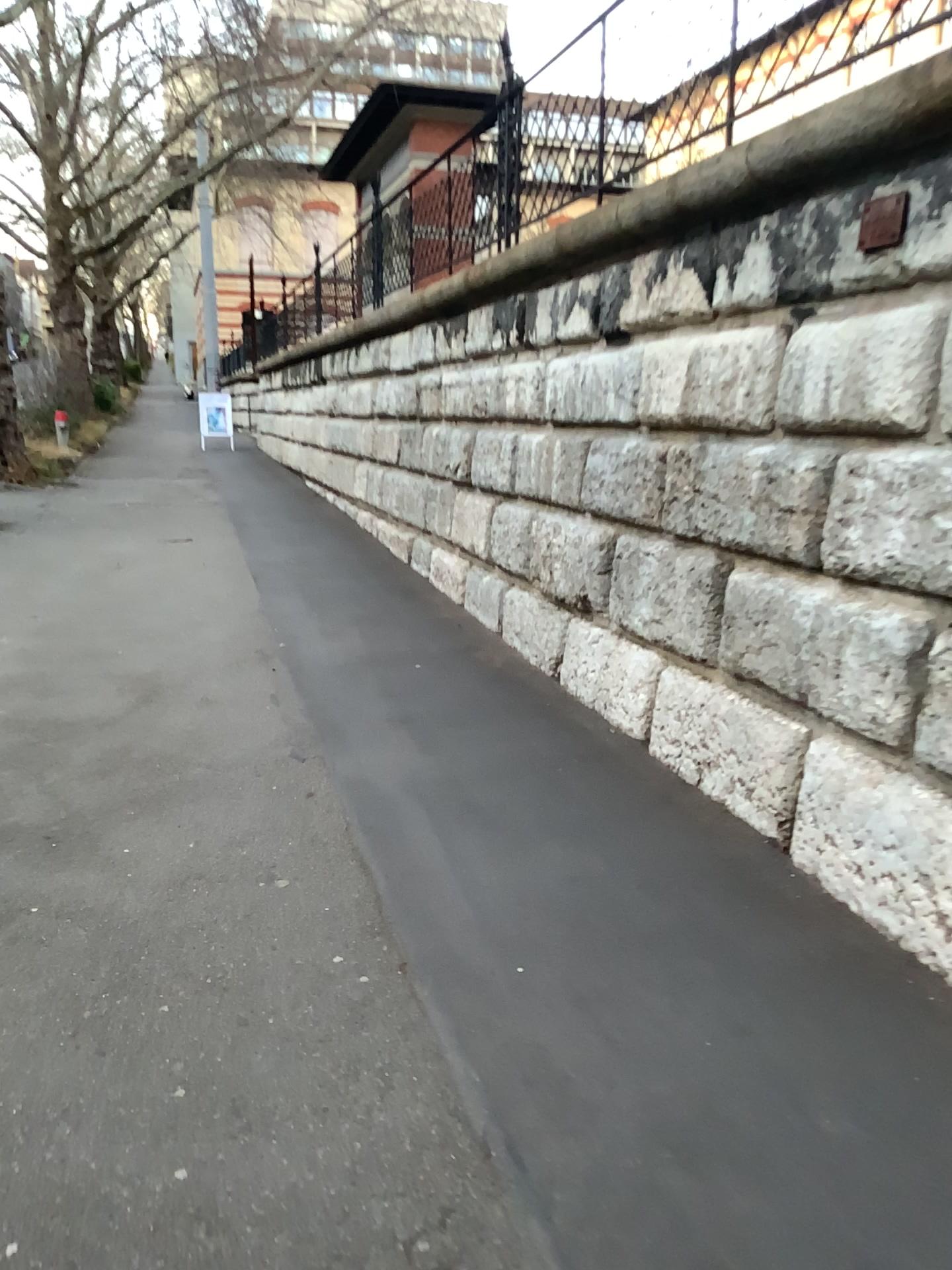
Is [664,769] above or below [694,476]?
below
